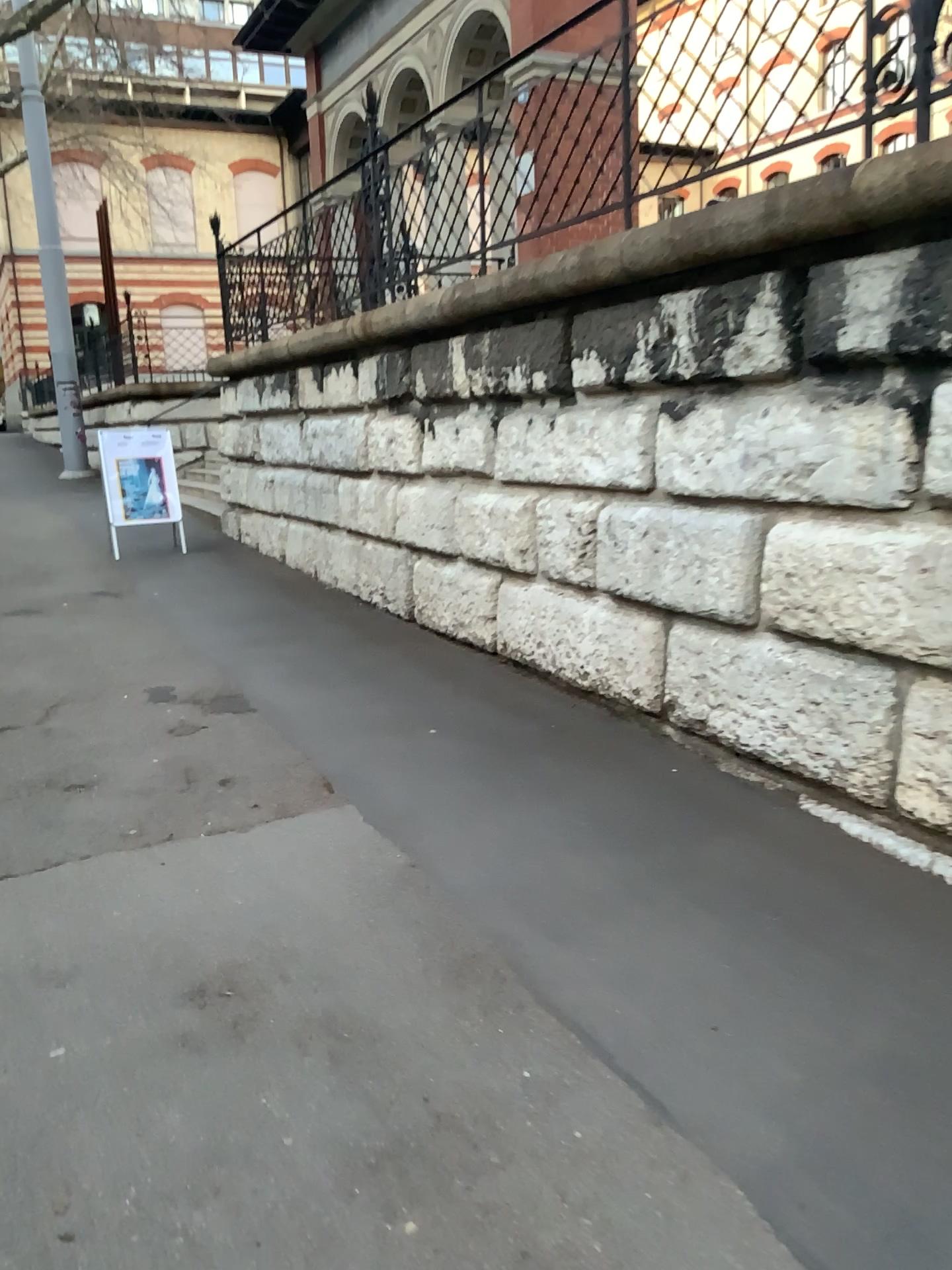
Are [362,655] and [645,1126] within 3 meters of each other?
no
